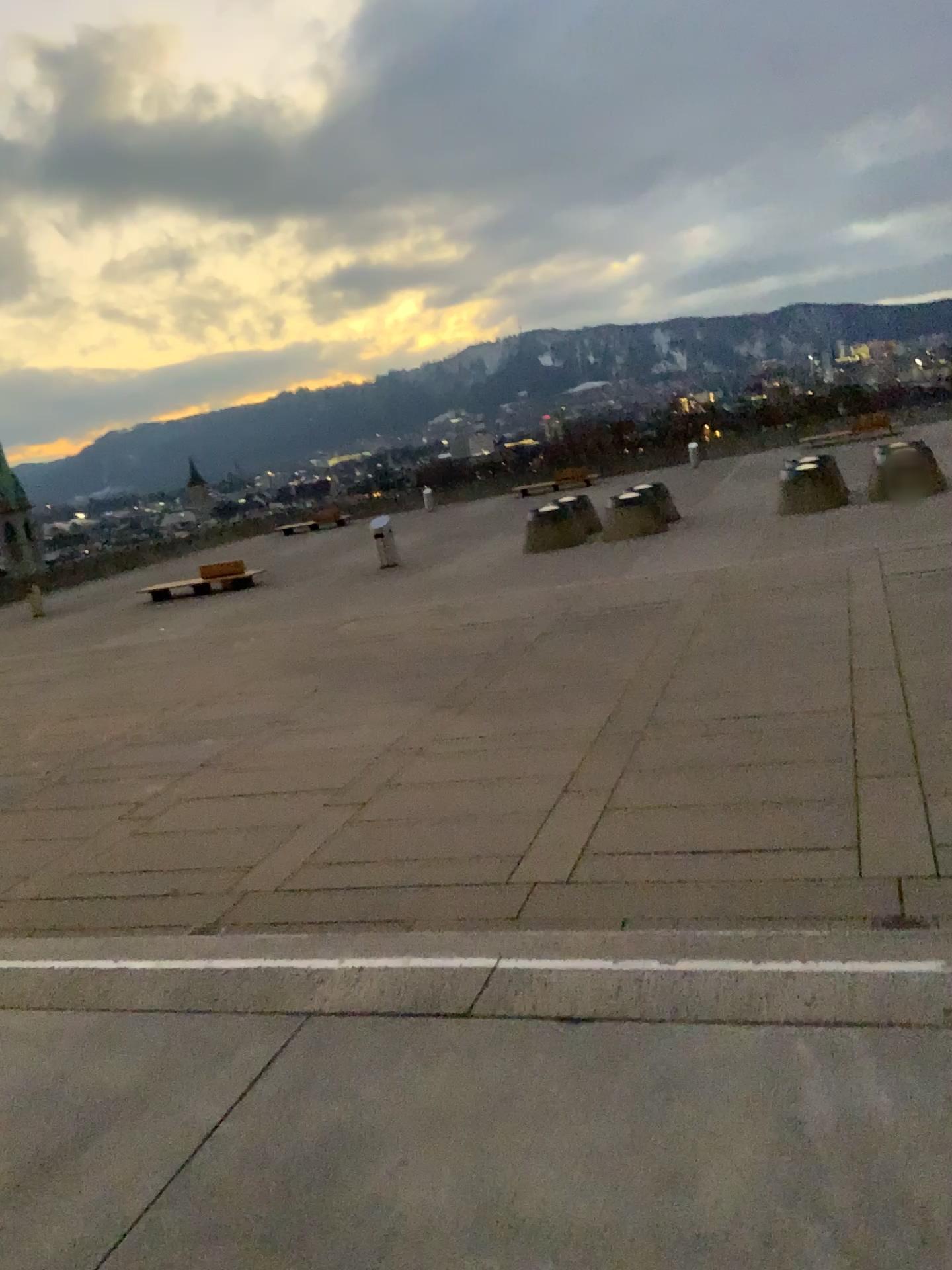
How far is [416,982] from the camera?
3.28m
